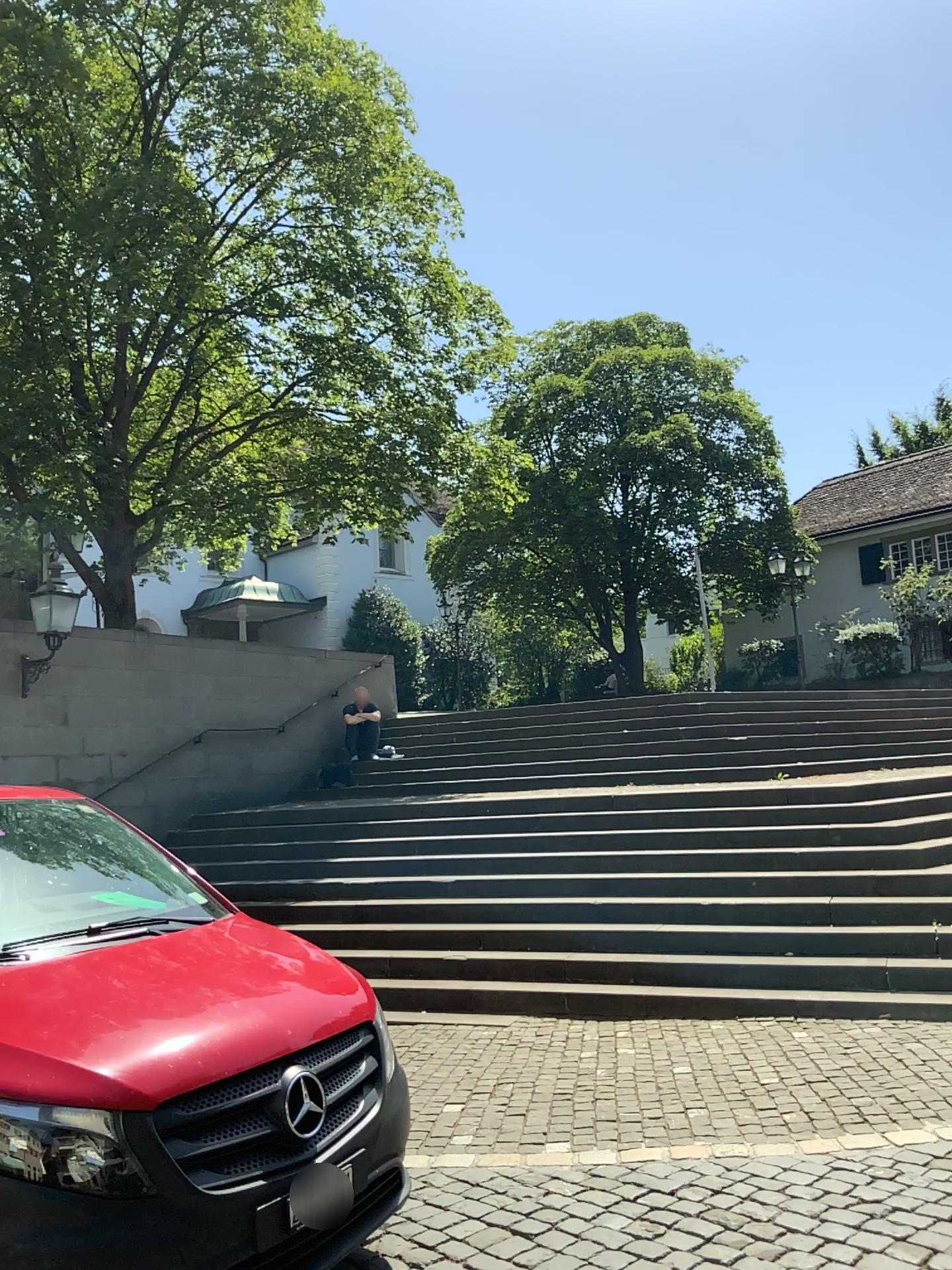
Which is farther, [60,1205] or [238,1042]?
[238,1042]
